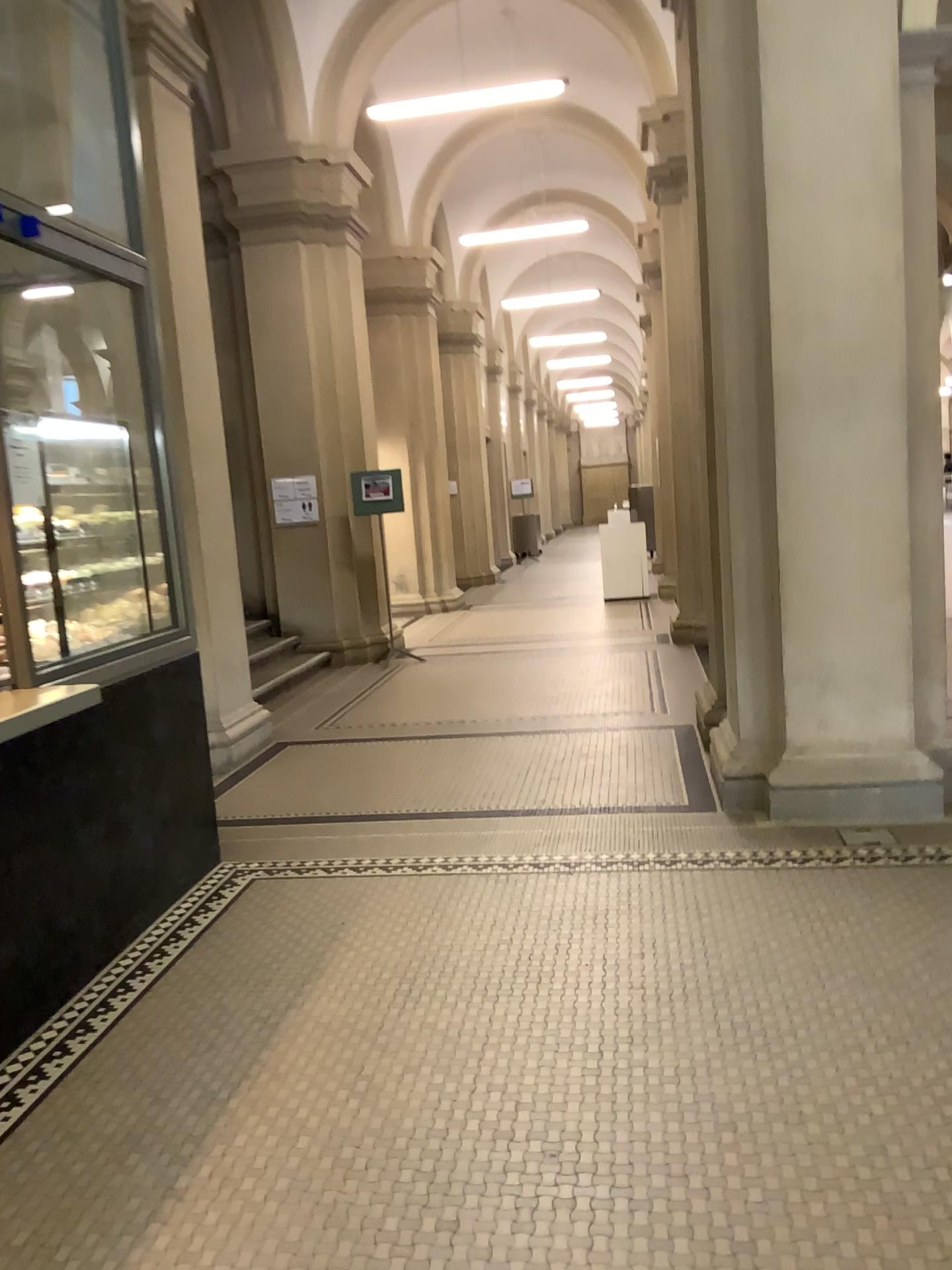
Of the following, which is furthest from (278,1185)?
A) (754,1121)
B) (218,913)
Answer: (218,913)
